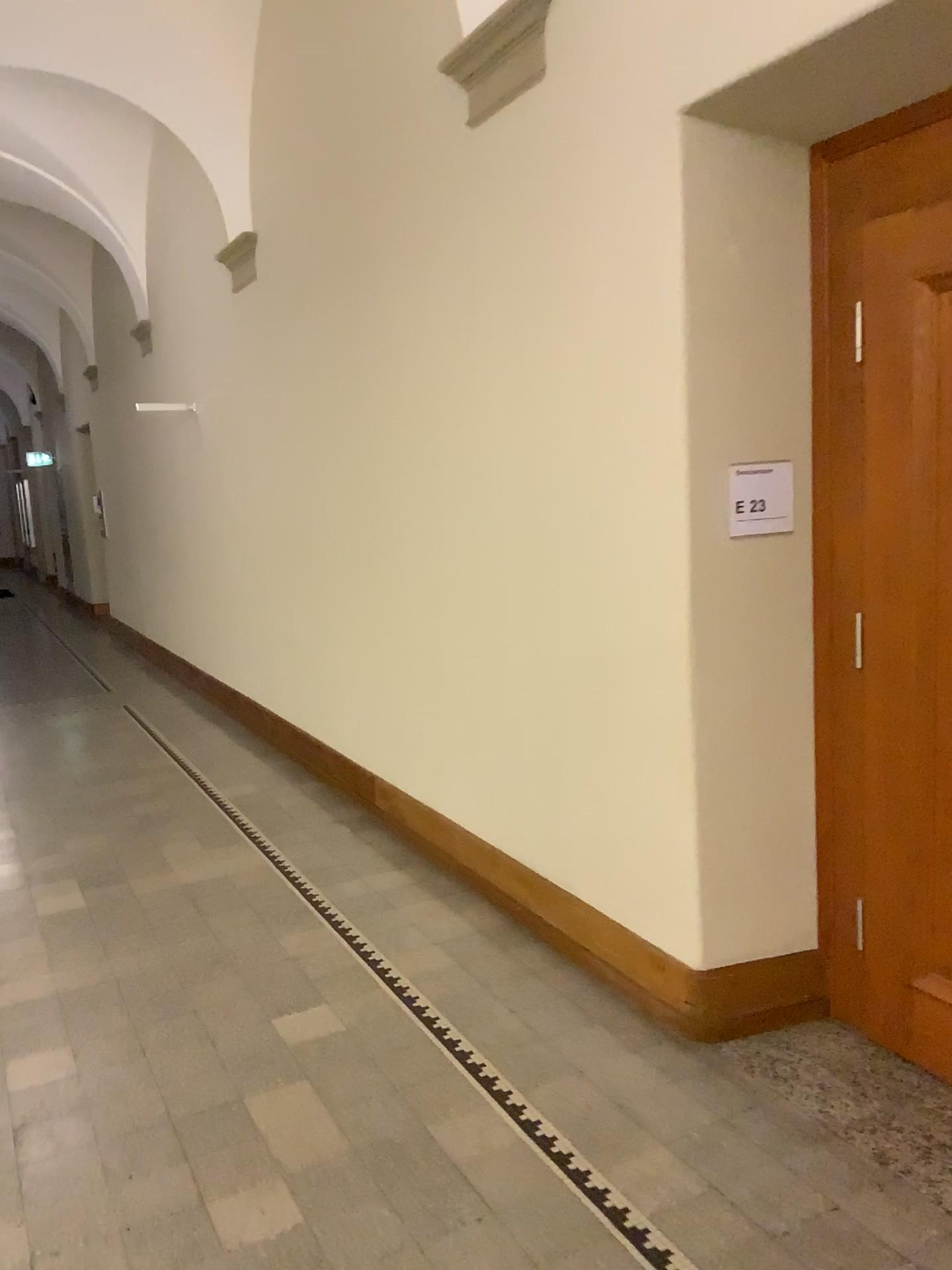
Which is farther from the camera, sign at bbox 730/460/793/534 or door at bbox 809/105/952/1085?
sign at bbox 730/460/793/534

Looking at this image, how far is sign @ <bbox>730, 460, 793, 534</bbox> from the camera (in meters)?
3.07

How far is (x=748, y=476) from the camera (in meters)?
3.07

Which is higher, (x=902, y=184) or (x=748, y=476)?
(x=902, y=184)

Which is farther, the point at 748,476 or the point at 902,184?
the point at 748,476

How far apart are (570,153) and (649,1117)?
2.86m
